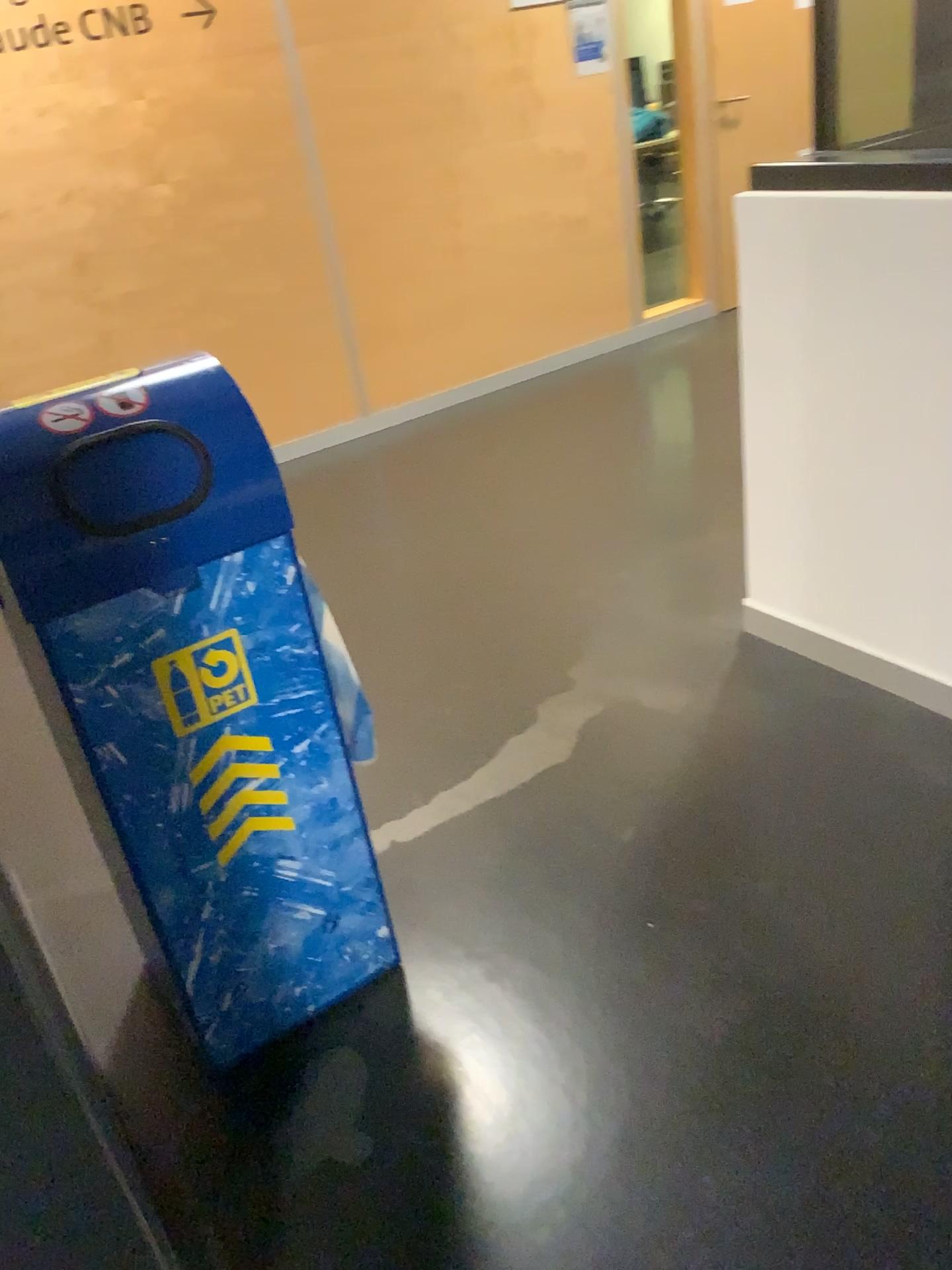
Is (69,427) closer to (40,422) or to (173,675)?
(40,422)

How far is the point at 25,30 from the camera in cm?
366

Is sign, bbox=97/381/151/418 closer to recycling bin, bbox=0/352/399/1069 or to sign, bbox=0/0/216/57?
recycling bin, bbox=0/352/399/1069

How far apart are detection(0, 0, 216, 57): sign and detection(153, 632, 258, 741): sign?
3.2m

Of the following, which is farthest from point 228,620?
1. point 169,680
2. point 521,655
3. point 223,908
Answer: point 521,655

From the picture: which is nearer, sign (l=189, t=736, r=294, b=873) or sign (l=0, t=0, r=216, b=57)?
sign (l=189, t=736, r=294, b=873)

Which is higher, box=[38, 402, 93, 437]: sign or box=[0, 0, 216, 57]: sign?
box=[0, 0, 216, 57]: sign

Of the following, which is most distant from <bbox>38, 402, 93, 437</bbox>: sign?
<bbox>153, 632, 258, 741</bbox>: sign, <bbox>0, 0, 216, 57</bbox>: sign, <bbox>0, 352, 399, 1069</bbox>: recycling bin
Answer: <bbox>0, 0, 216, 57</bbox>: sign

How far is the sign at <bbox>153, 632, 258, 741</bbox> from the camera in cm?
149

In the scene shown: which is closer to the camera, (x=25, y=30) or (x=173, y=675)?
(x=173, y=675)
